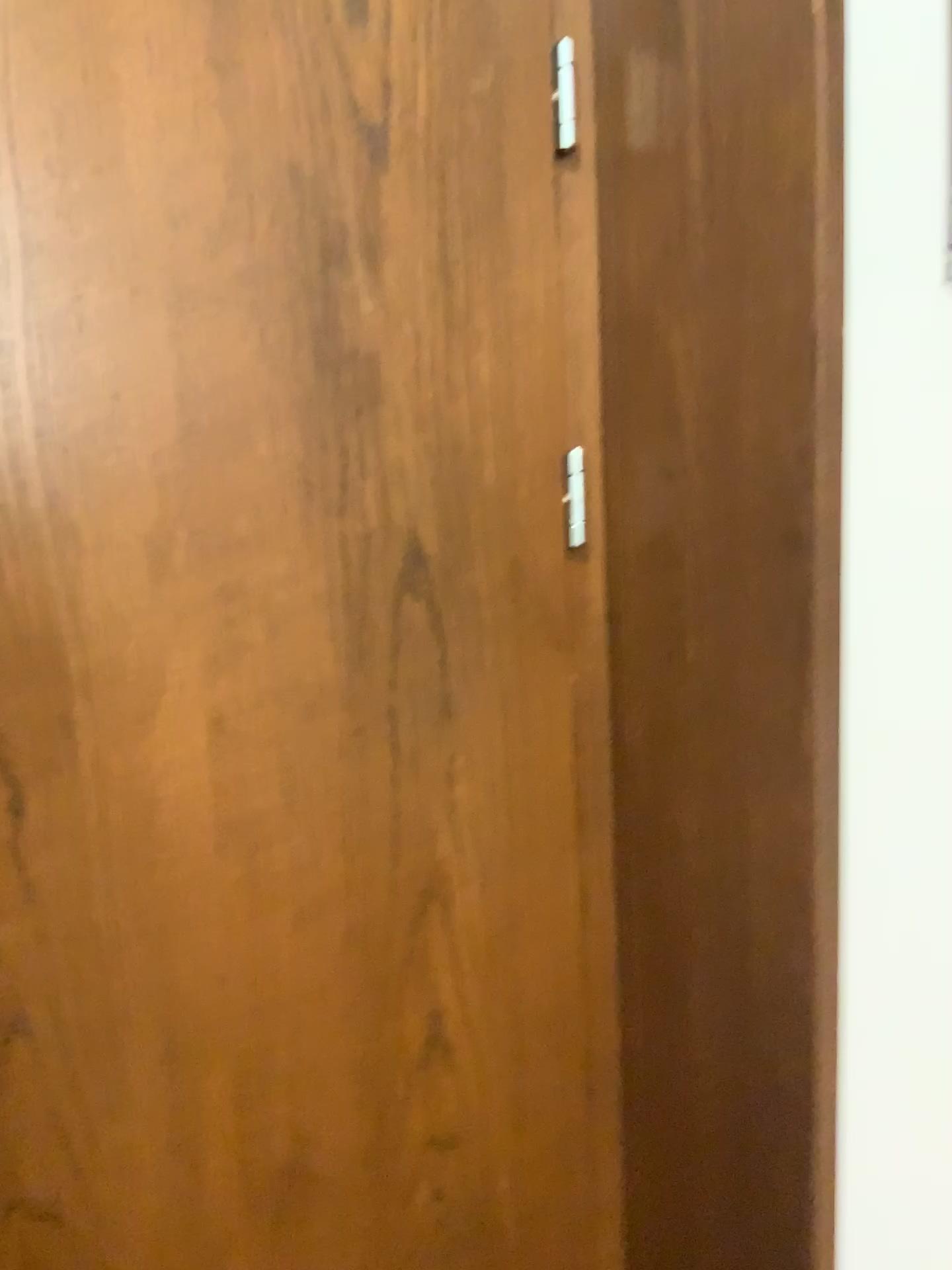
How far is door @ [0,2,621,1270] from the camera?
0.8m

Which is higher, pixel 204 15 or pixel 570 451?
pixel 204 15

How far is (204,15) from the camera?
0.81m

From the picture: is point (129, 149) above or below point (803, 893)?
above
